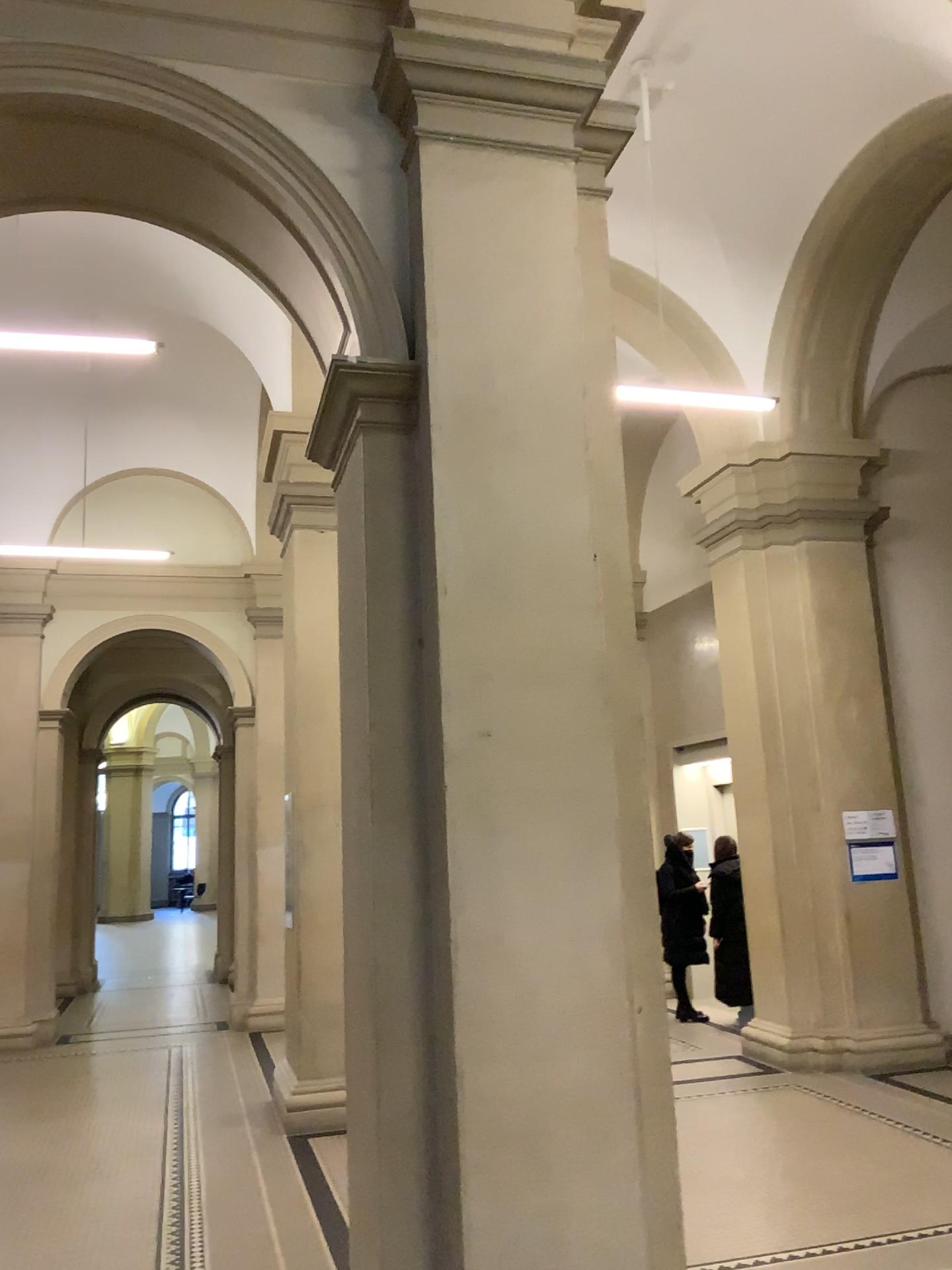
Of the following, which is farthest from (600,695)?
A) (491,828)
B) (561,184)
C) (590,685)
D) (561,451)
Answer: (561,184)

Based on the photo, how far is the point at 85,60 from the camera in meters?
3.3

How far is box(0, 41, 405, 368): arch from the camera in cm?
334
